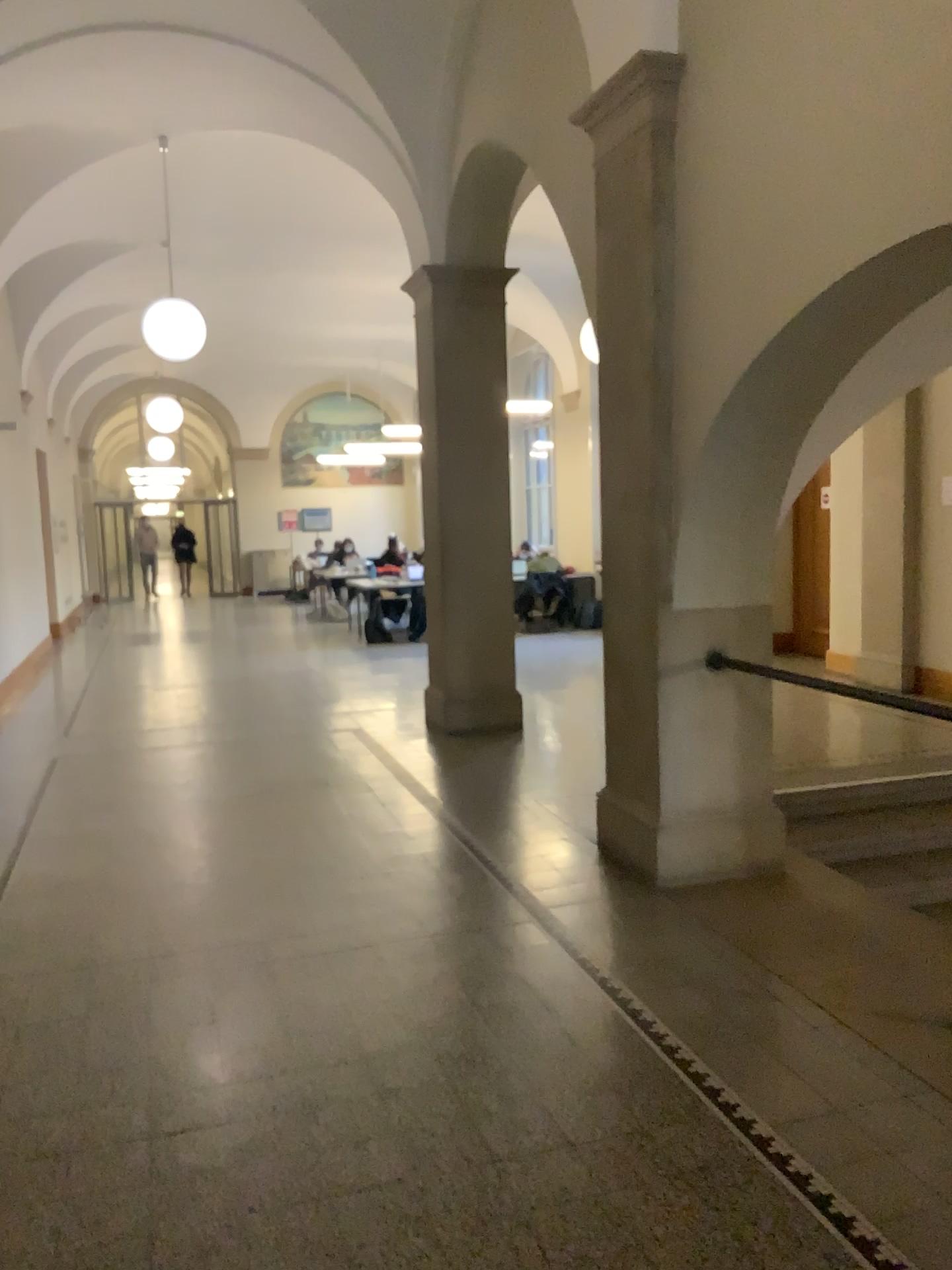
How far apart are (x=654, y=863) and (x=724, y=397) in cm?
190
